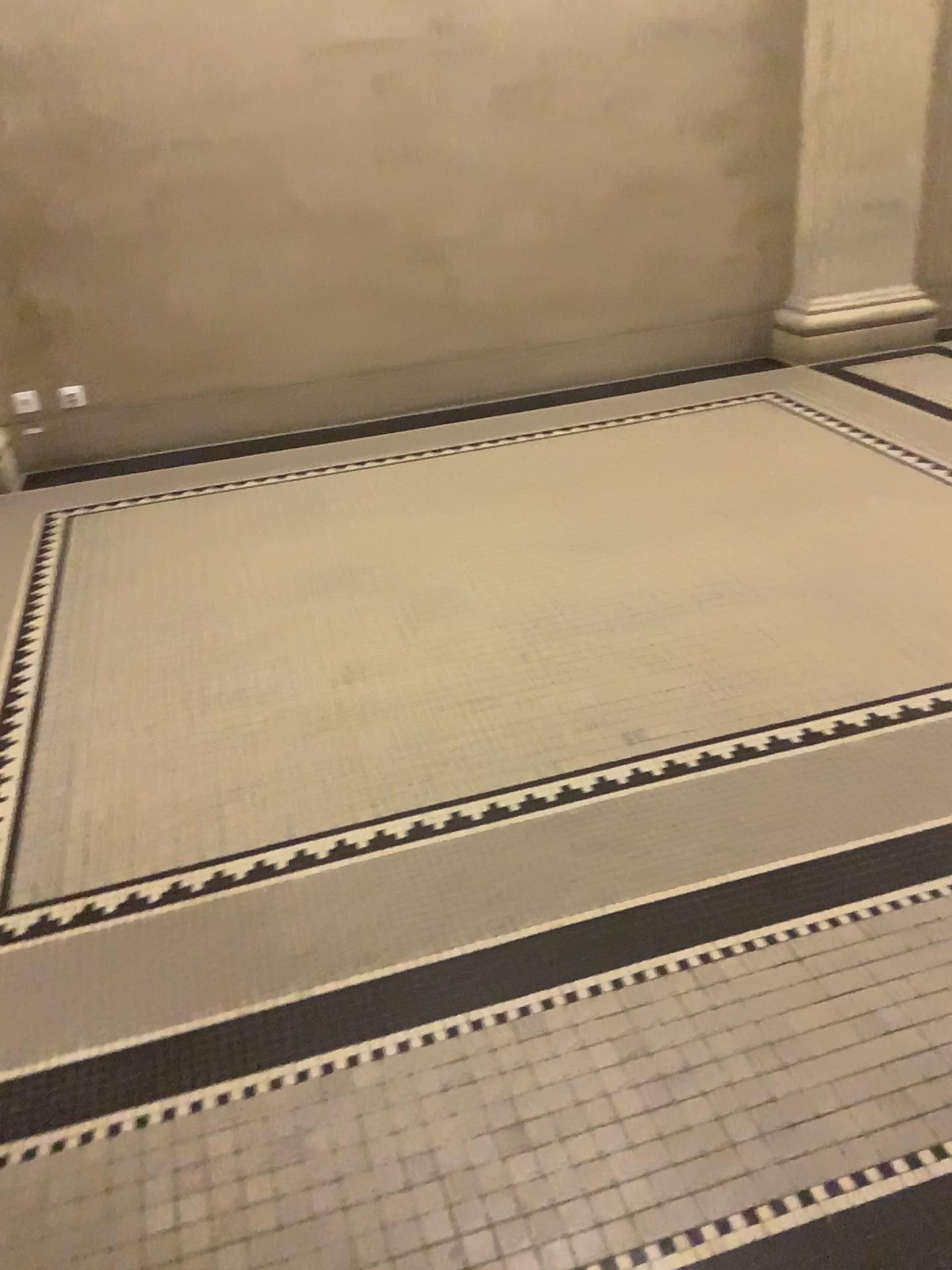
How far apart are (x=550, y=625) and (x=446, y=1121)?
1.5m
